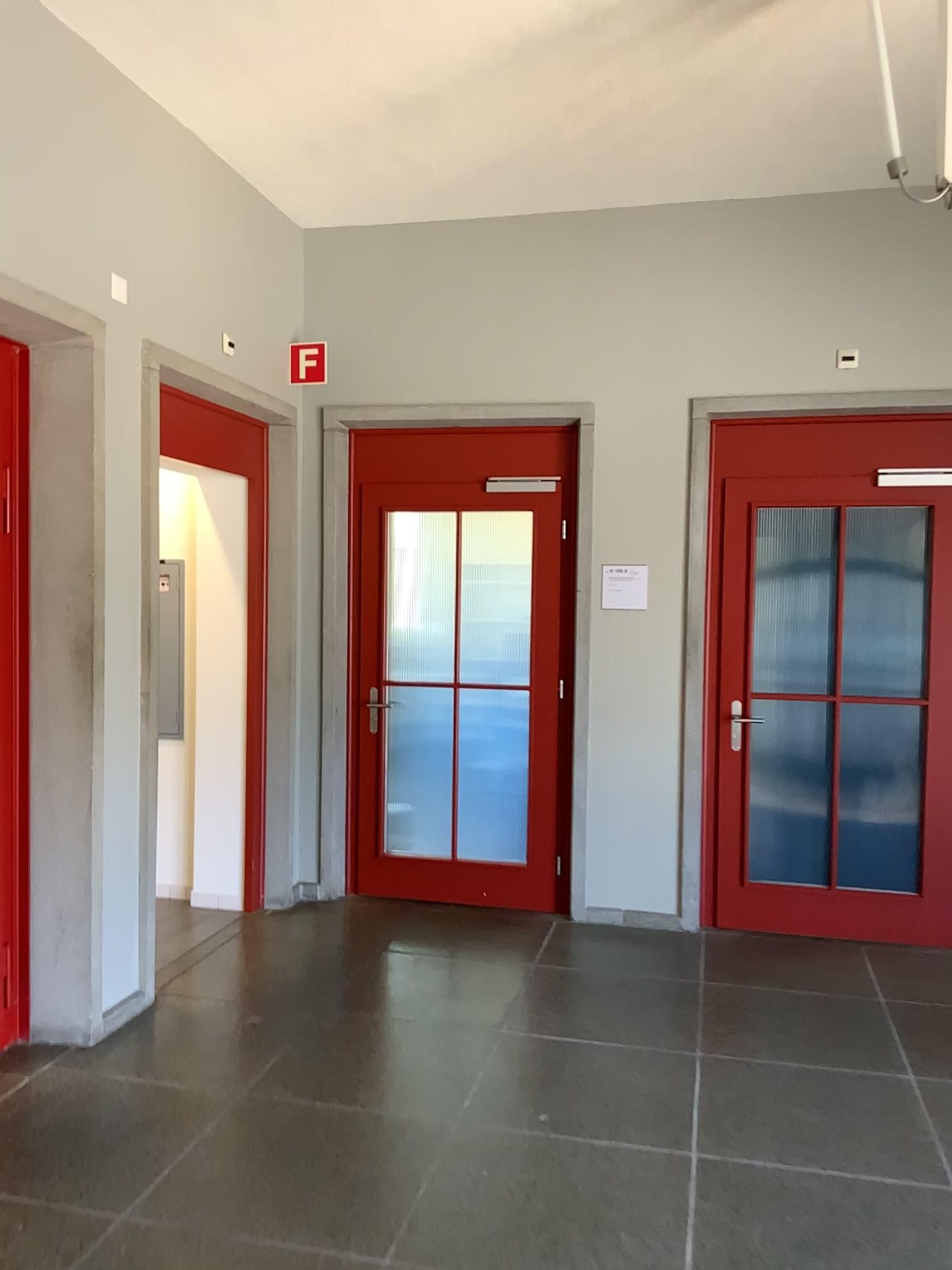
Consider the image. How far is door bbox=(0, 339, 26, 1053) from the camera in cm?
349

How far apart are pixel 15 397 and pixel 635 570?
2.8m

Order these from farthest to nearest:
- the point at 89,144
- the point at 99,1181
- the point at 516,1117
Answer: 1. the point at 89,144
2. the point at 516,1117
3. the point at 99,1181

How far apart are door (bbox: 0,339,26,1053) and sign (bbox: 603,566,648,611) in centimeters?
260cm

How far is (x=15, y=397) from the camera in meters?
3.5 m

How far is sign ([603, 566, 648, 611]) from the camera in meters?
5.0

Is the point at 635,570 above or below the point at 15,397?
below

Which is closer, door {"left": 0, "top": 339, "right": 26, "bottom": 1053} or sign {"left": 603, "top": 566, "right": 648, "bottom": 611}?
door {"left": 0, "top": 339, "right": 26, "bottom": 1053}
